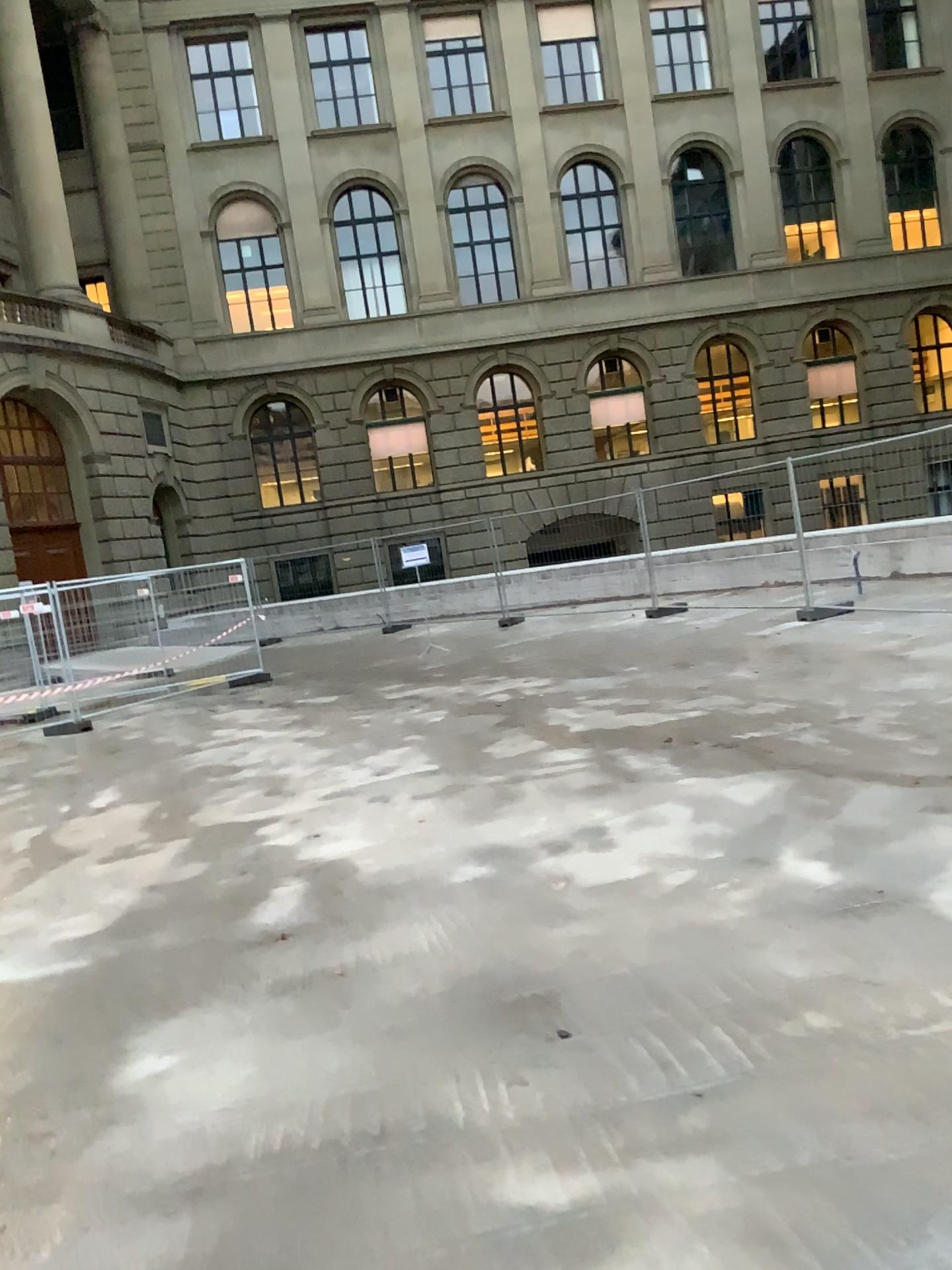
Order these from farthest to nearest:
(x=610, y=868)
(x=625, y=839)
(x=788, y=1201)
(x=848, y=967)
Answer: (x=625, y=839) → (x=610, y=868) → (x=848, y=967) → (x=788, y=1201)
